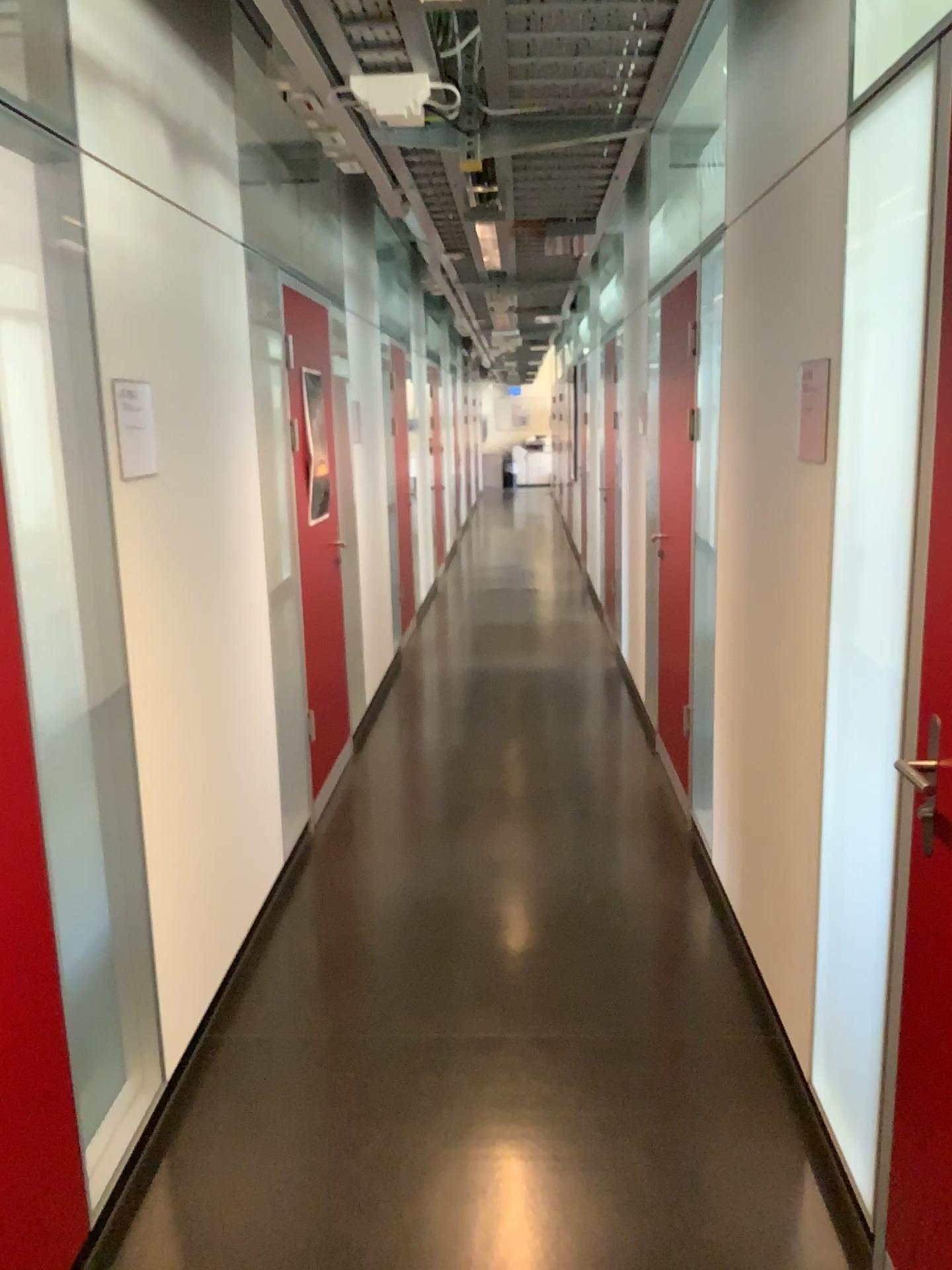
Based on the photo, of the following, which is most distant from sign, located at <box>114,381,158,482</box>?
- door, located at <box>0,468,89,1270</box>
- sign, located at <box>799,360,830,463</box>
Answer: sign, located at <box>799,360,830,463</box>

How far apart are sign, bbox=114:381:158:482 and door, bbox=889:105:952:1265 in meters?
1.6

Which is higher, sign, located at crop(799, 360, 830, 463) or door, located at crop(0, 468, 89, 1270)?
sign, located at crop(799, 360, 830, 463)

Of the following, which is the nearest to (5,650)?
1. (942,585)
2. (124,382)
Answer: (124,382)

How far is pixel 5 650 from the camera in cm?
178

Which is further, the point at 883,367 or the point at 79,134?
the point at 79,134

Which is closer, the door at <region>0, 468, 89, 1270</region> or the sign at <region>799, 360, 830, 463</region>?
the door at <region>0, 468, 89, 1270</region>

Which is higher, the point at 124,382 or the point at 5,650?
the point at 124,382

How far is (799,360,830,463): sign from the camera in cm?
218

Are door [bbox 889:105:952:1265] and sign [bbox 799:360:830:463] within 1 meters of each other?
yes
